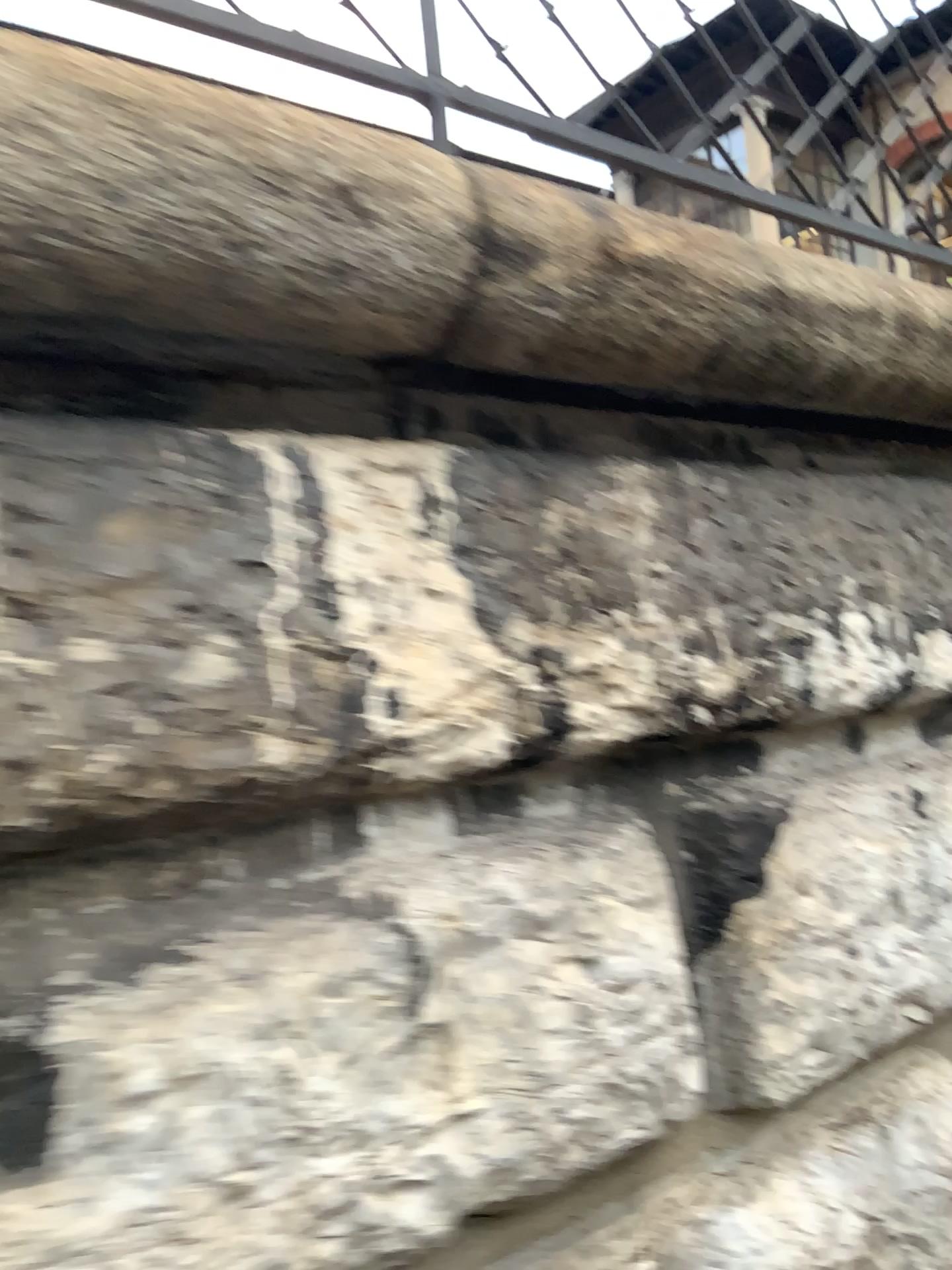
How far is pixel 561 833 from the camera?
1.12m
